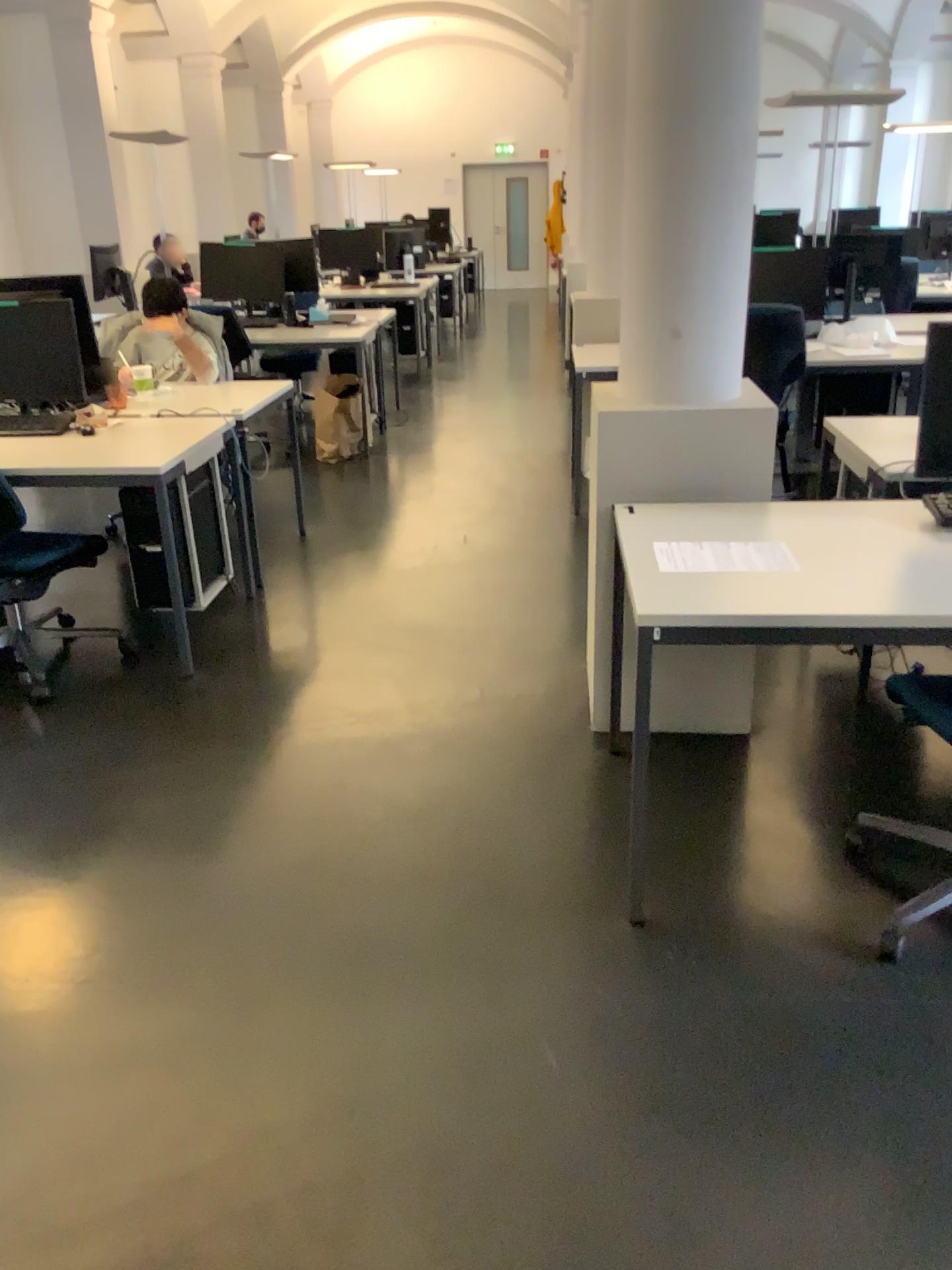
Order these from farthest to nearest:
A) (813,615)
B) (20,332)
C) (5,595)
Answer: (20,332)
(5,595)
(813,615)

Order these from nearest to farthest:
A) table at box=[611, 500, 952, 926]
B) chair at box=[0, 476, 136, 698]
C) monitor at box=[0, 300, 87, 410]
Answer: table at box=[611, 500, 952, 926] → chair at box=[0, 476, 136, 698] → monitor at box=[0, 300, 87, 410]

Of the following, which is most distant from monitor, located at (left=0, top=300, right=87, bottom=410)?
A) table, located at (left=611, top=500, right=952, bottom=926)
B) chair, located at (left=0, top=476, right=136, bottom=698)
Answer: table, located at (left=611, top=500, right=952, bottom=926)

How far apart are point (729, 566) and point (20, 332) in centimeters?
287cm

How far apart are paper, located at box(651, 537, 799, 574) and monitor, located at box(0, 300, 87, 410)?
2.6m

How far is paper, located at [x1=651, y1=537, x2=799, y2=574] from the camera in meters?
2.3 m

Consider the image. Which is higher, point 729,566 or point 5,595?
point 729,566

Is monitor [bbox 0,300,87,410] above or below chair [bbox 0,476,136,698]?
above

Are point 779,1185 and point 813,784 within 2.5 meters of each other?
yes

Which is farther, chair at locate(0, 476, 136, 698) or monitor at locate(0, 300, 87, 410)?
monitor at locate(0, 300, 87, 410)
